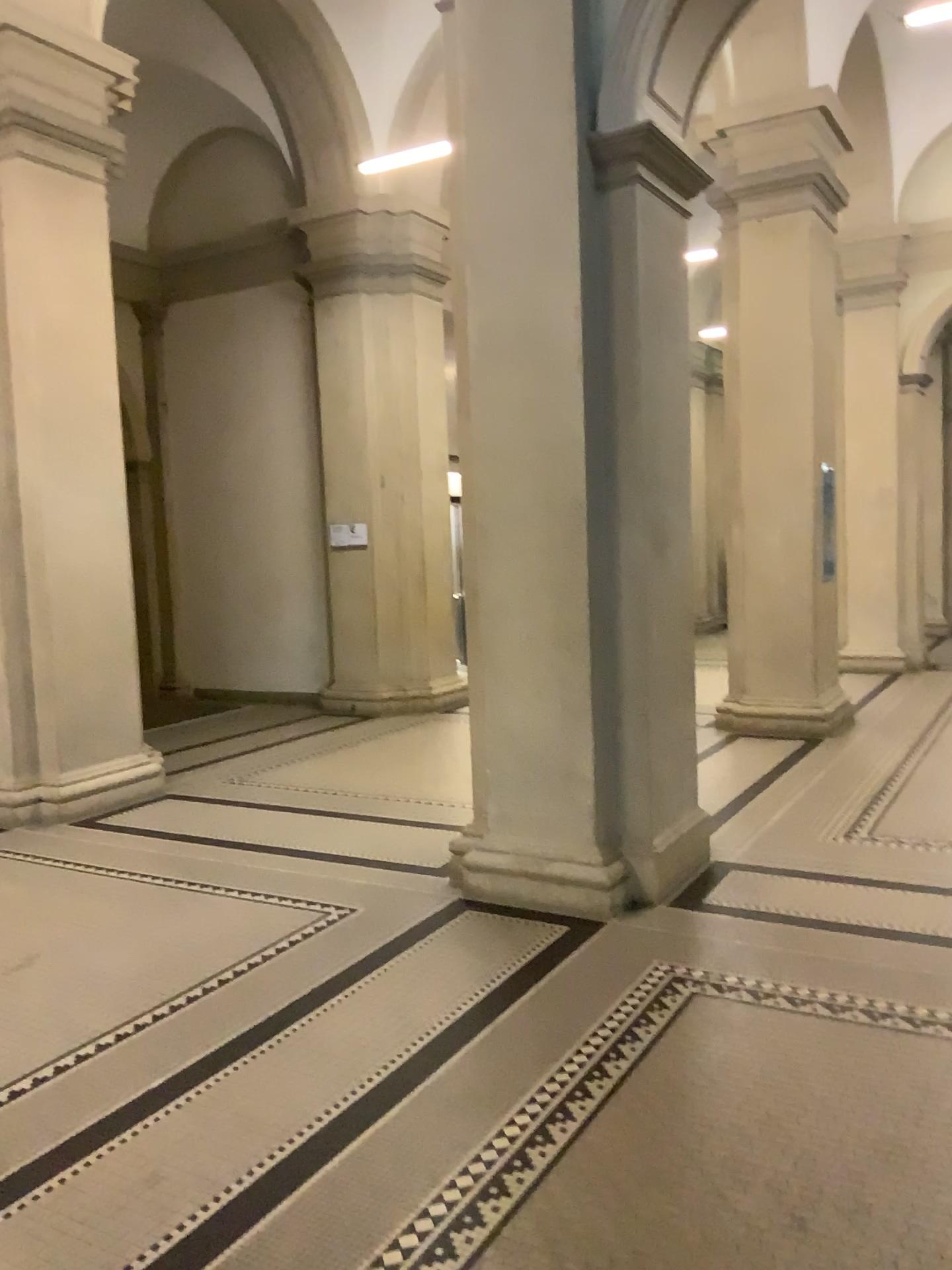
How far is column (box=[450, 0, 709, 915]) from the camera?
4.3m

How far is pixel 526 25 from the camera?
4.34m

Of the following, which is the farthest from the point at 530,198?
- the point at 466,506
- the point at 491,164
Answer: the point at 466,506
